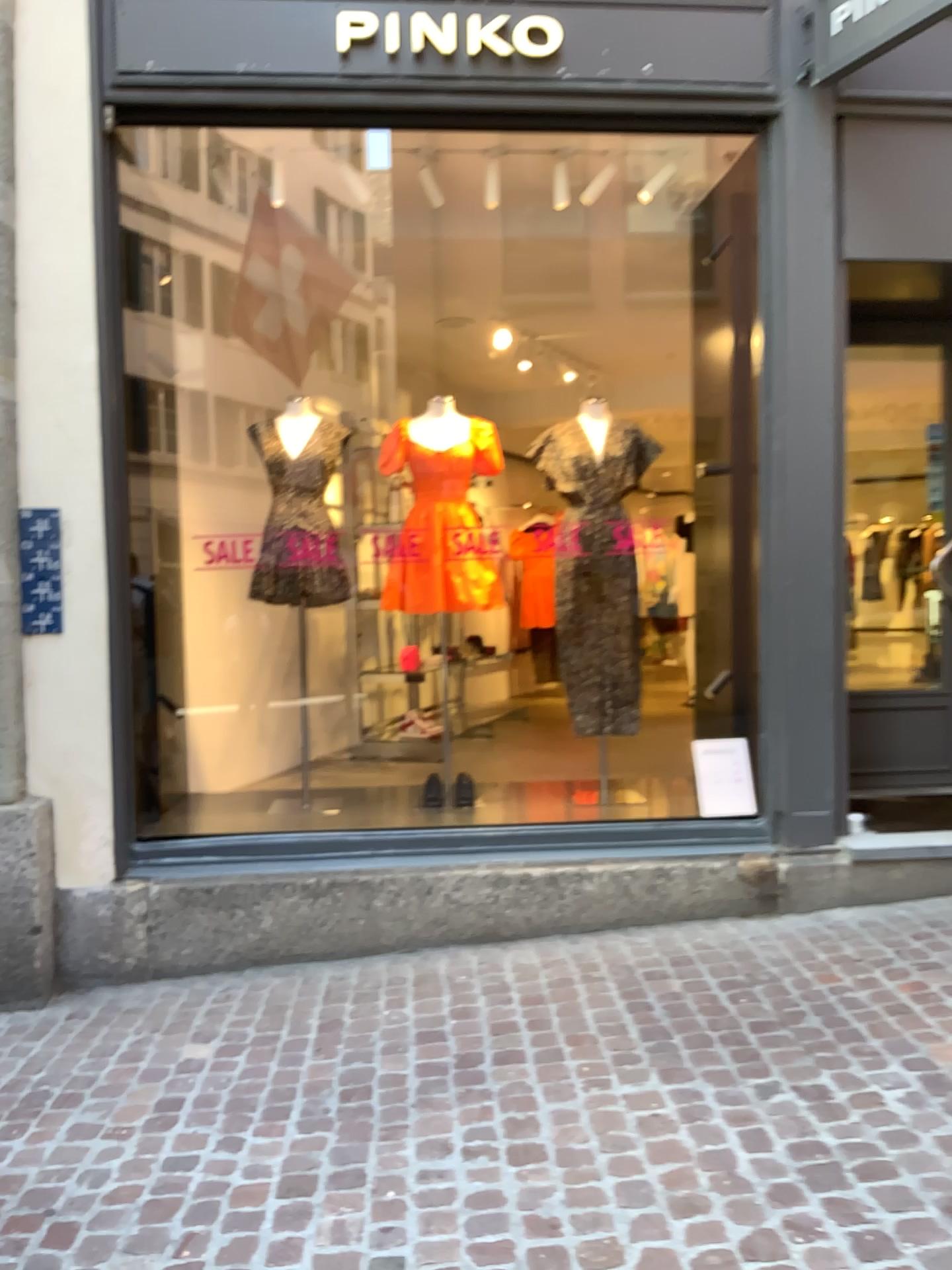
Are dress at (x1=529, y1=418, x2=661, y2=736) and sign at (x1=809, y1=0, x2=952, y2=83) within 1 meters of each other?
no

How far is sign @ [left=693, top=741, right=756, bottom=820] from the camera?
4.3 meters

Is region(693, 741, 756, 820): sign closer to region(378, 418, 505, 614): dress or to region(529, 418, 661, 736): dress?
region(529, 418, 661, 736): dress

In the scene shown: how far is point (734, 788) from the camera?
4.3m

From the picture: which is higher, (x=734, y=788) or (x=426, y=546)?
(x=426, y=546)

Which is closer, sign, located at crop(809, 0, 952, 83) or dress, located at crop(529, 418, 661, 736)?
sign, located at crop(809, 0, 952, 83)

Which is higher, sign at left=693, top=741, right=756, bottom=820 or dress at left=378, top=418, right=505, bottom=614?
dress at left=378, top=418, right=505, bottom=614

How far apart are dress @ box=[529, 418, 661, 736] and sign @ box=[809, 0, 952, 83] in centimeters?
154cm

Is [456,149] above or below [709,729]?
above

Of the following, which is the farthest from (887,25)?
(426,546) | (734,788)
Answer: (734,788)
